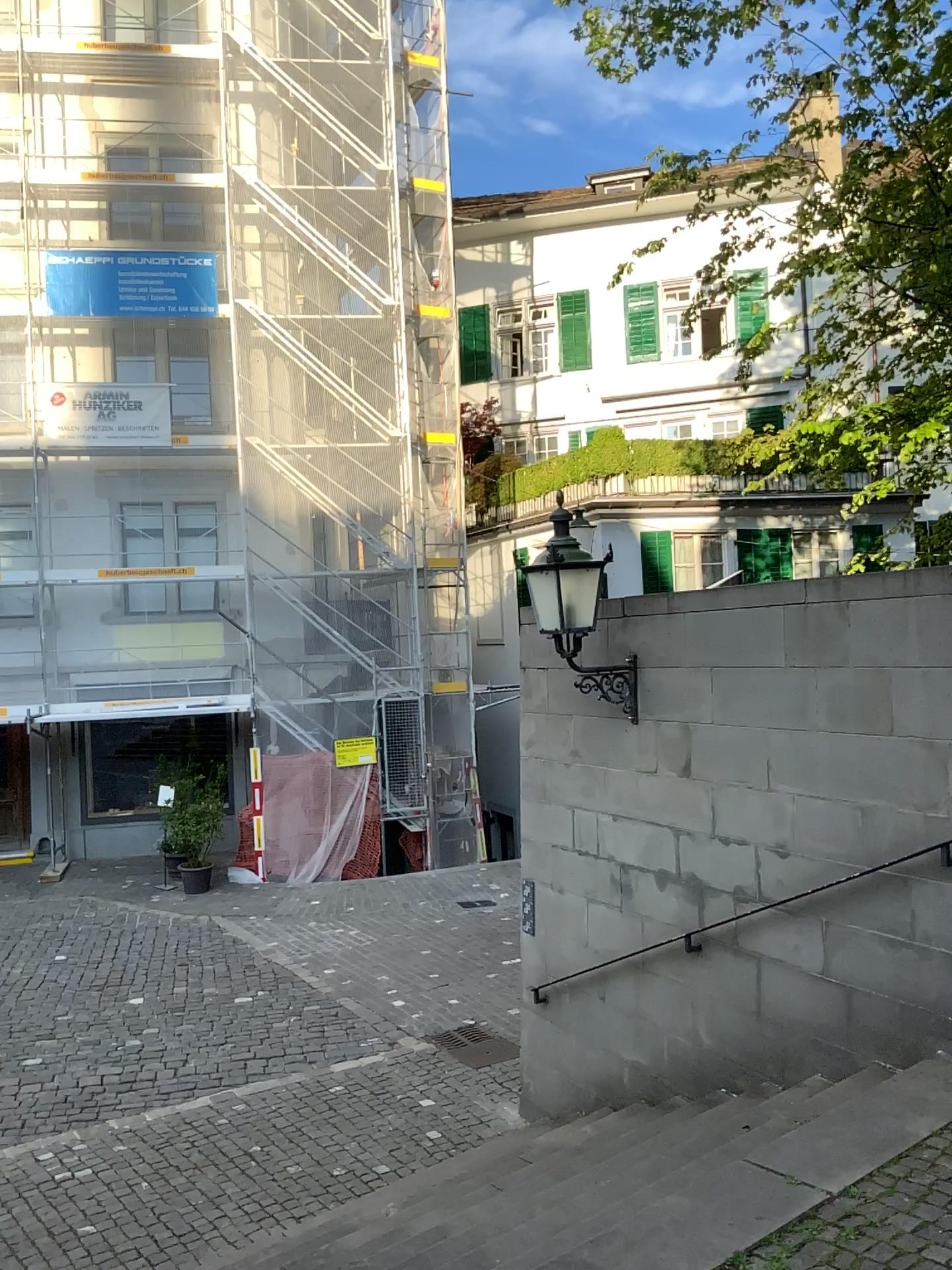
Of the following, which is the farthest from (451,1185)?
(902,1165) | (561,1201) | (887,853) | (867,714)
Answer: (867,714)
